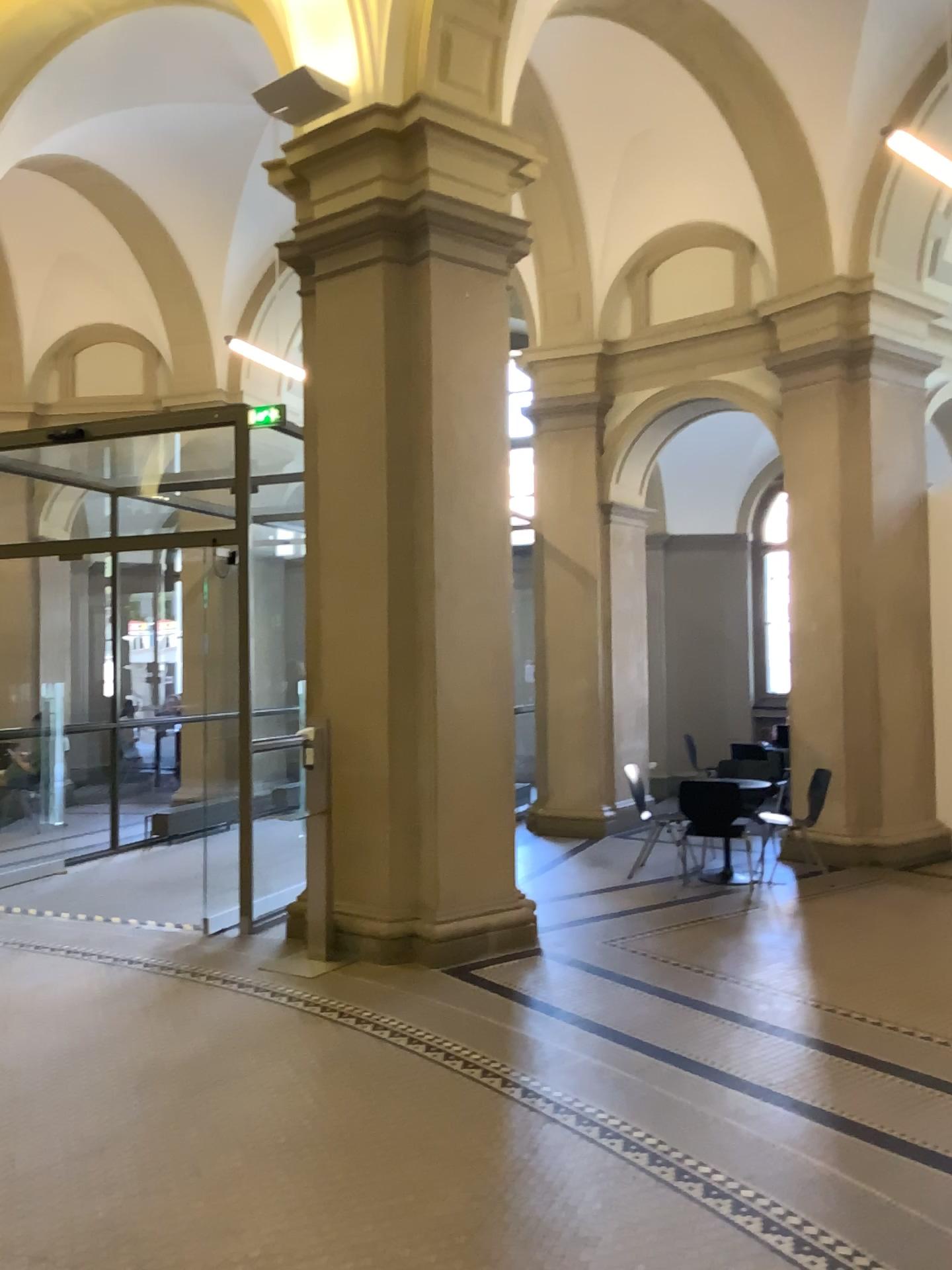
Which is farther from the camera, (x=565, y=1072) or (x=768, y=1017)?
(x=768, y=1017)
